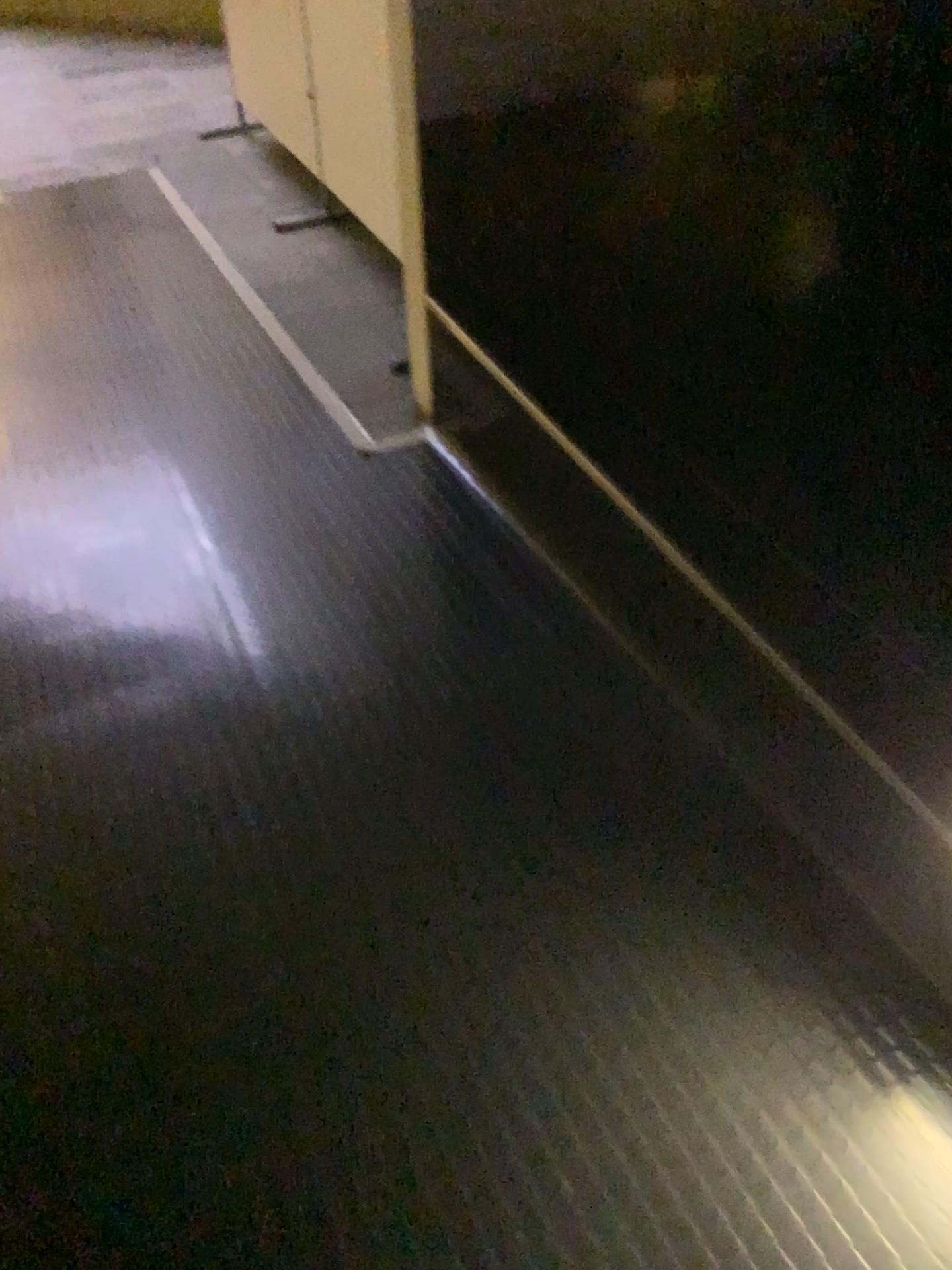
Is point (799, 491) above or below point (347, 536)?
above
